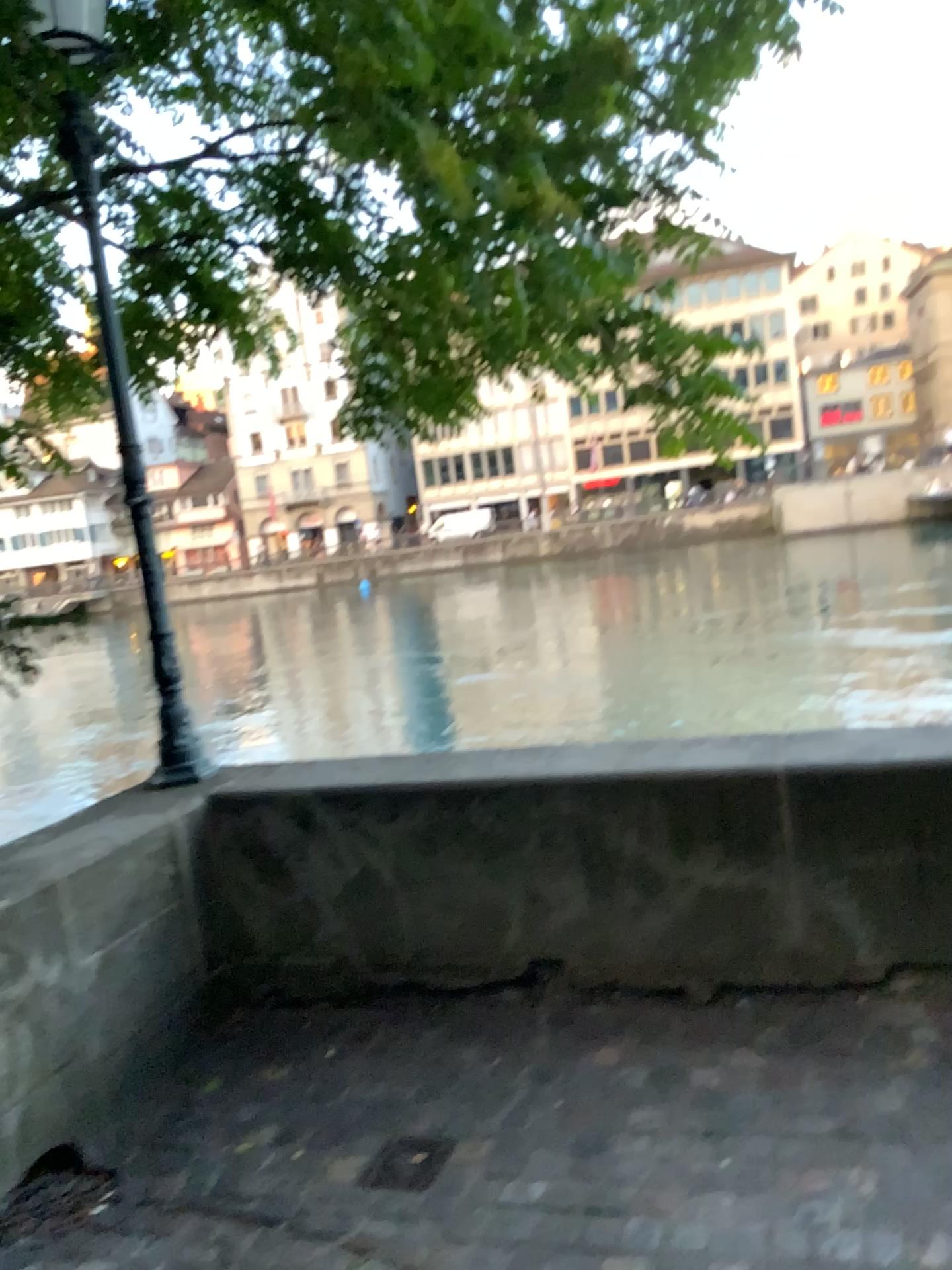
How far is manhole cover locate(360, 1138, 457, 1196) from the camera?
2.6 meters

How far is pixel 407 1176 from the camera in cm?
257

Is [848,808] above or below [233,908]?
above
